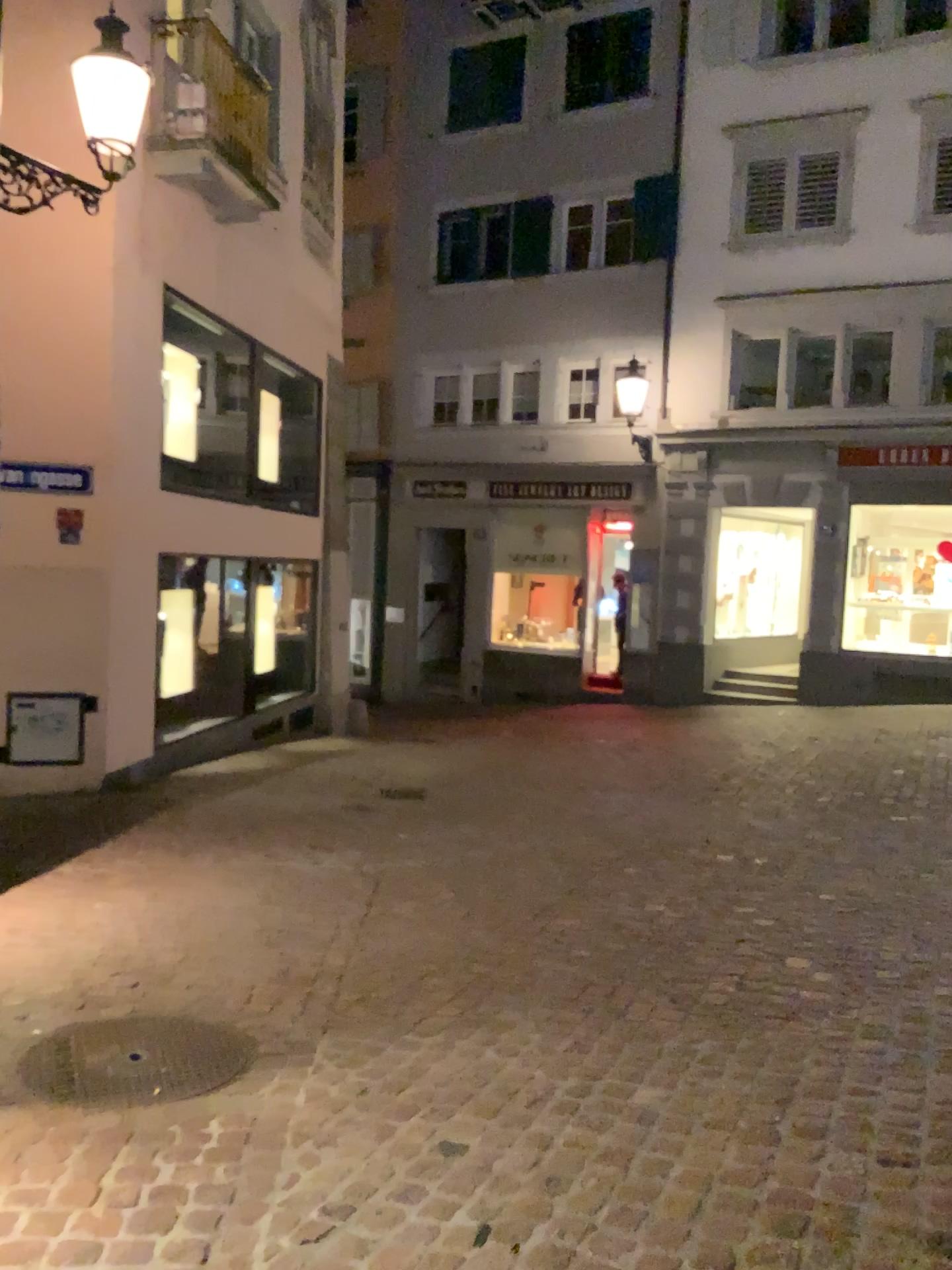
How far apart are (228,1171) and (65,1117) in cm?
55
